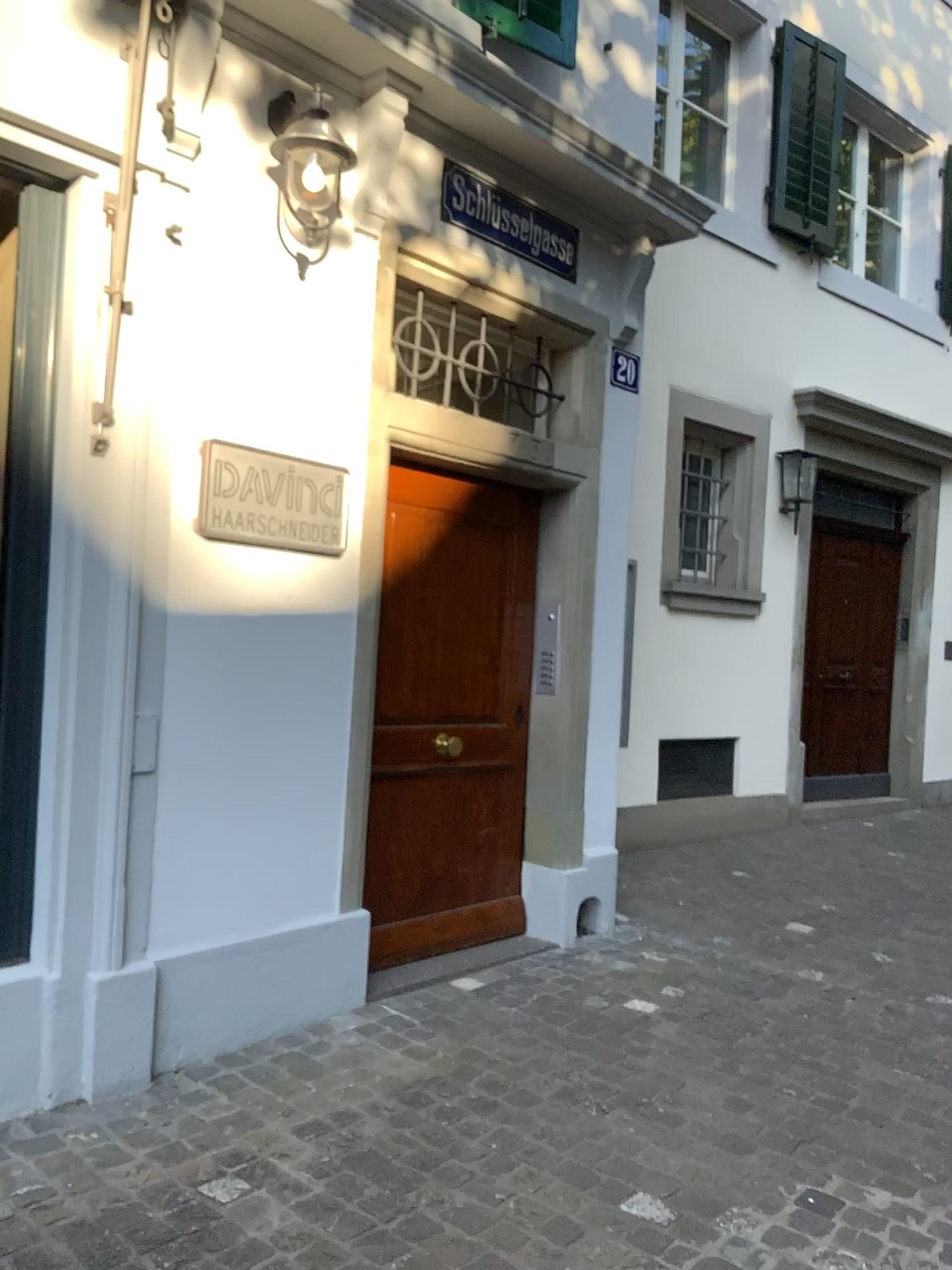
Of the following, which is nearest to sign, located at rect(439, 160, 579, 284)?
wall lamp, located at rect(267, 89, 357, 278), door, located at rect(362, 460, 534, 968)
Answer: wall lamp, located at rect(267, 89, 357, 278)

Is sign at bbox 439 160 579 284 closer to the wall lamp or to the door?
the wall lamp

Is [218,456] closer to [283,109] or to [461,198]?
[283,109]

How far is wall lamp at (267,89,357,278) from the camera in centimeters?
314cm

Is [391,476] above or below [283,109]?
below

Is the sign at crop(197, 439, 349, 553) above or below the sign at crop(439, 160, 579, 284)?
below

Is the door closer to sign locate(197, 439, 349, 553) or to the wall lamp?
sign locate(197, 439, 349, 553)

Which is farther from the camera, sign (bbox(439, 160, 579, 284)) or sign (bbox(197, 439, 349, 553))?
sign (bbox(439, 160, 579, 284))

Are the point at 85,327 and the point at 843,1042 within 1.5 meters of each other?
no

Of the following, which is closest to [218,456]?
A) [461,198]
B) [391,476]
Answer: [391,476]
